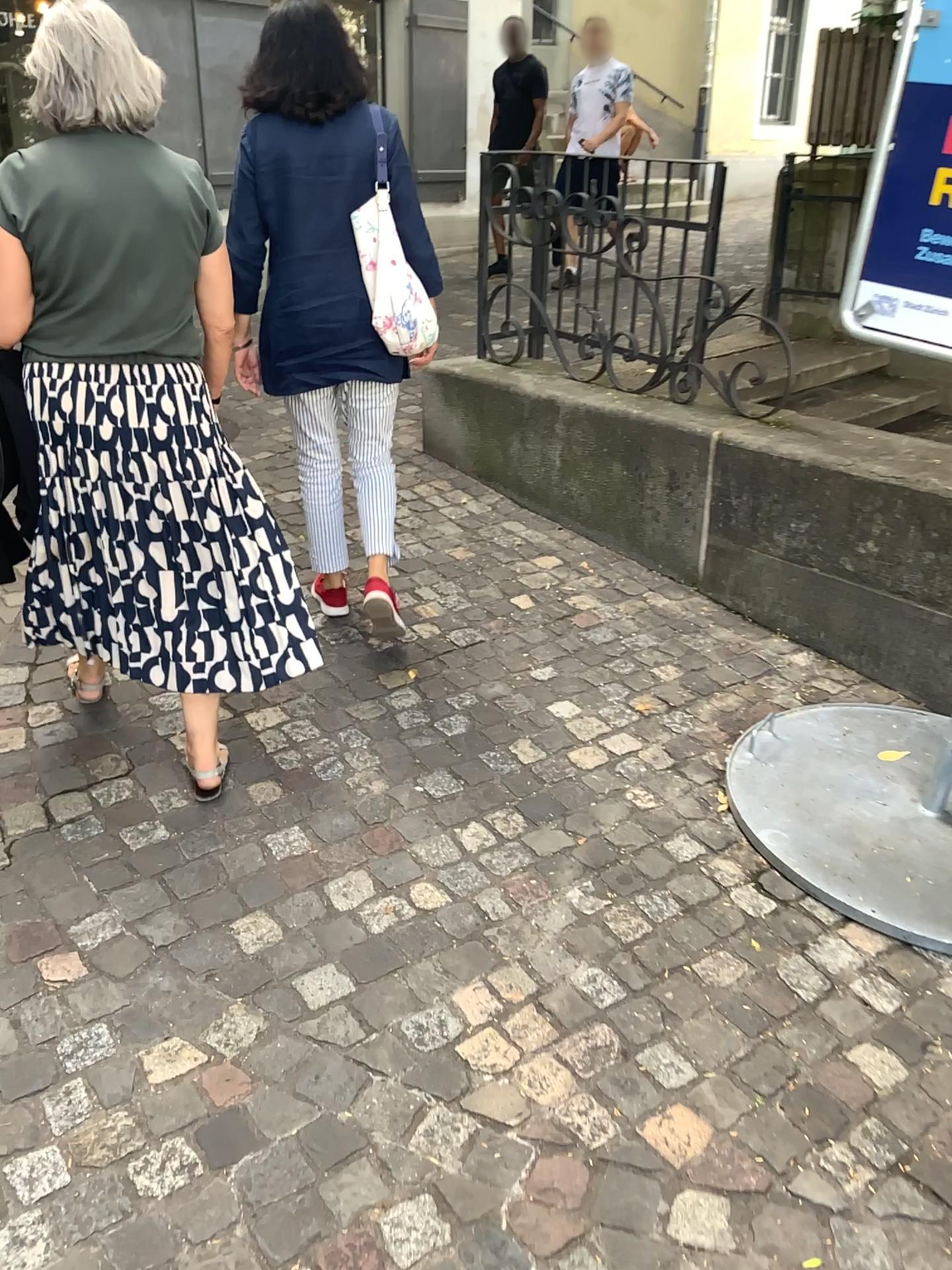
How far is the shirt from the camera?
2.1m

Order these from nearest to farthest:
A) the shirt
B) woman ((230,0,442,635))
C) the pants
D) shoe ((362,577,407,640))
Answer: the shirt, woman ((230,0,442,635)), the pants, shoe ((362,577,407,640))

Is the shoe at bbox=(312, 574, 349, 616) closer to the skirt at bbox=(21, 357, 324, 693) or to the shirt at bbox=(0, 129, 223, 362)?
the skirt at bbox=(21, 357, 324, 693)

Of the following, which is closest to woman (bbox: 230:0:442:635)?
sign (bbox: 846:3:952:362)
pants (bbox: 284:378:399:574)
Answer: pants (bbox: 284:378:399:574)

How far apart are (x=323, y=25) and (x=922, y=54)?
1.4 meters

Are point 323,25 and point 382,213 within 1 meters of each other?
yes

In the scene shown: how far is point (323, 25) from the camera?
2.6 meters

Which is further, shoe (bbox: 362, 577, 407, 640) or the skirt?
shoe (bbox: 362, 577, 407, 640)

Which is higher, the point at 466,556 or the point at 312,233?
the point at 312,233

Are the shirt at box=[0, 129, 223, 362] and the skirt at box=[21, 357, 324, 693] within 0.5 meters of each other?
yes
